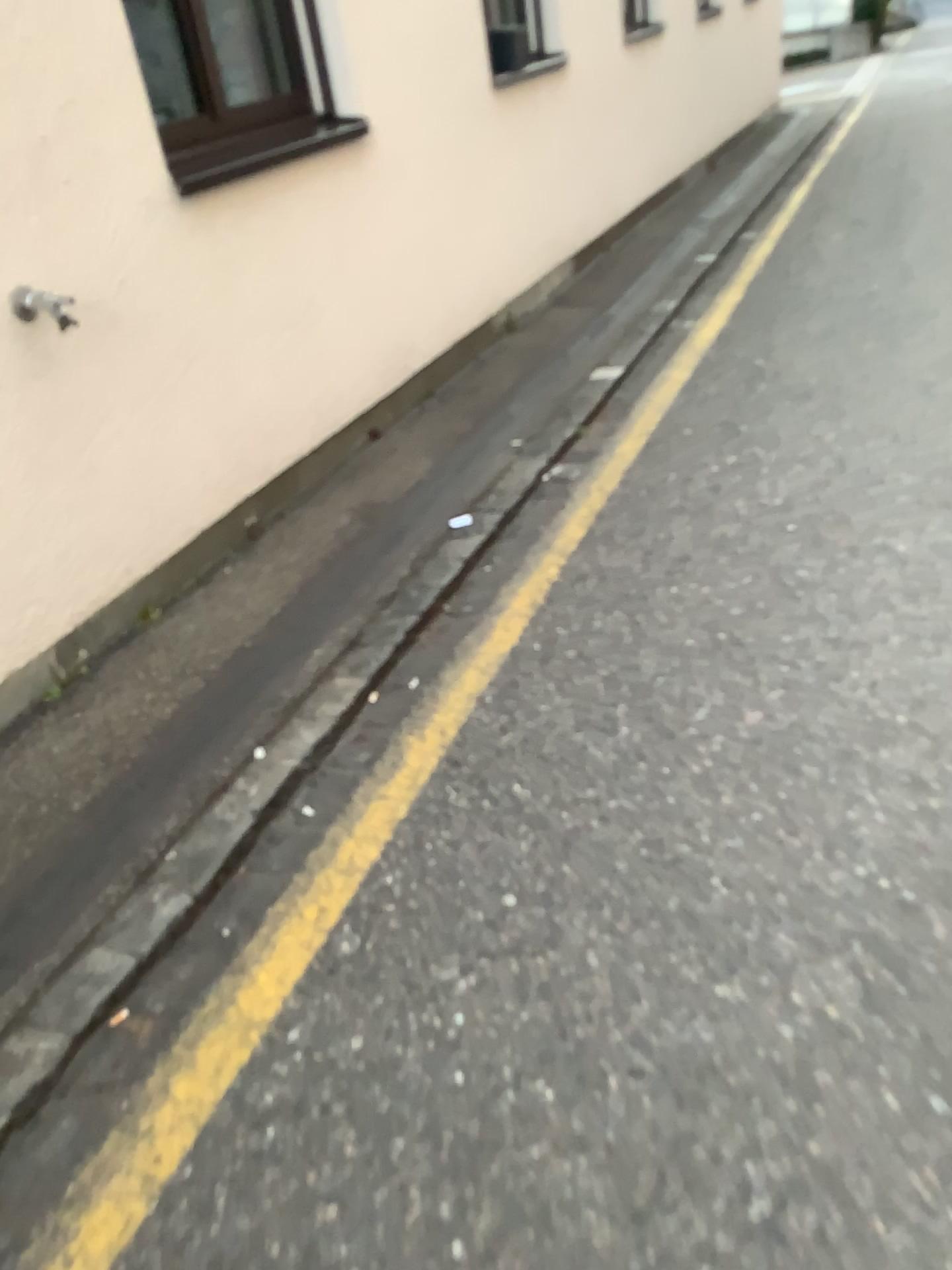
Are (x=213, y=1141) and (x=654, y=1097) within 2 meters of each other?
yes
